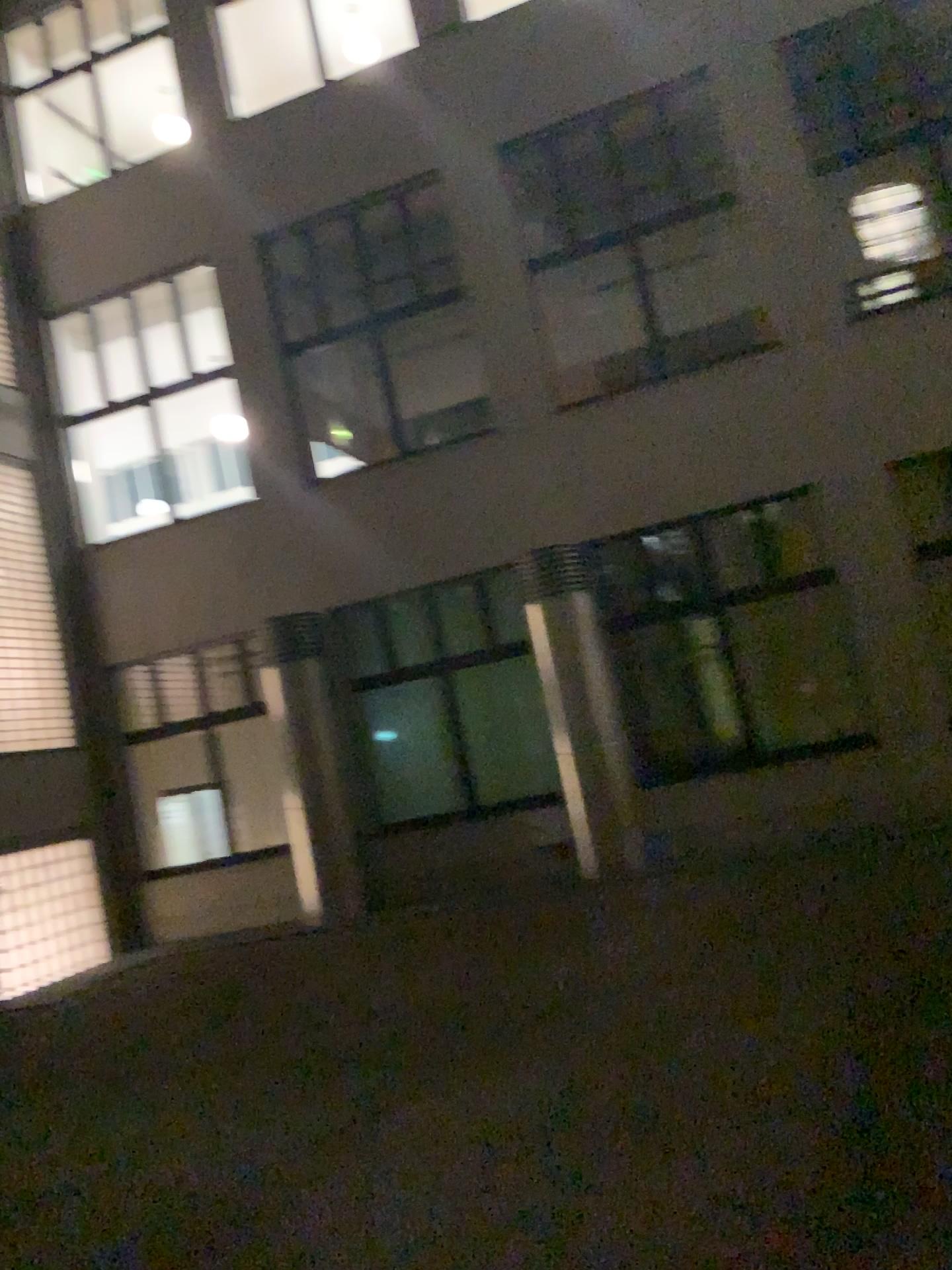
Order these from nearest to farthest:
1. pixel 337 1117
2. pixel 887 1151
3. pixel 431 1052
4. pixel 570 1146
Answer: pixel 887 1151 → pixel 570 1146 → pixel 337 1117 → pixel 431 1052
